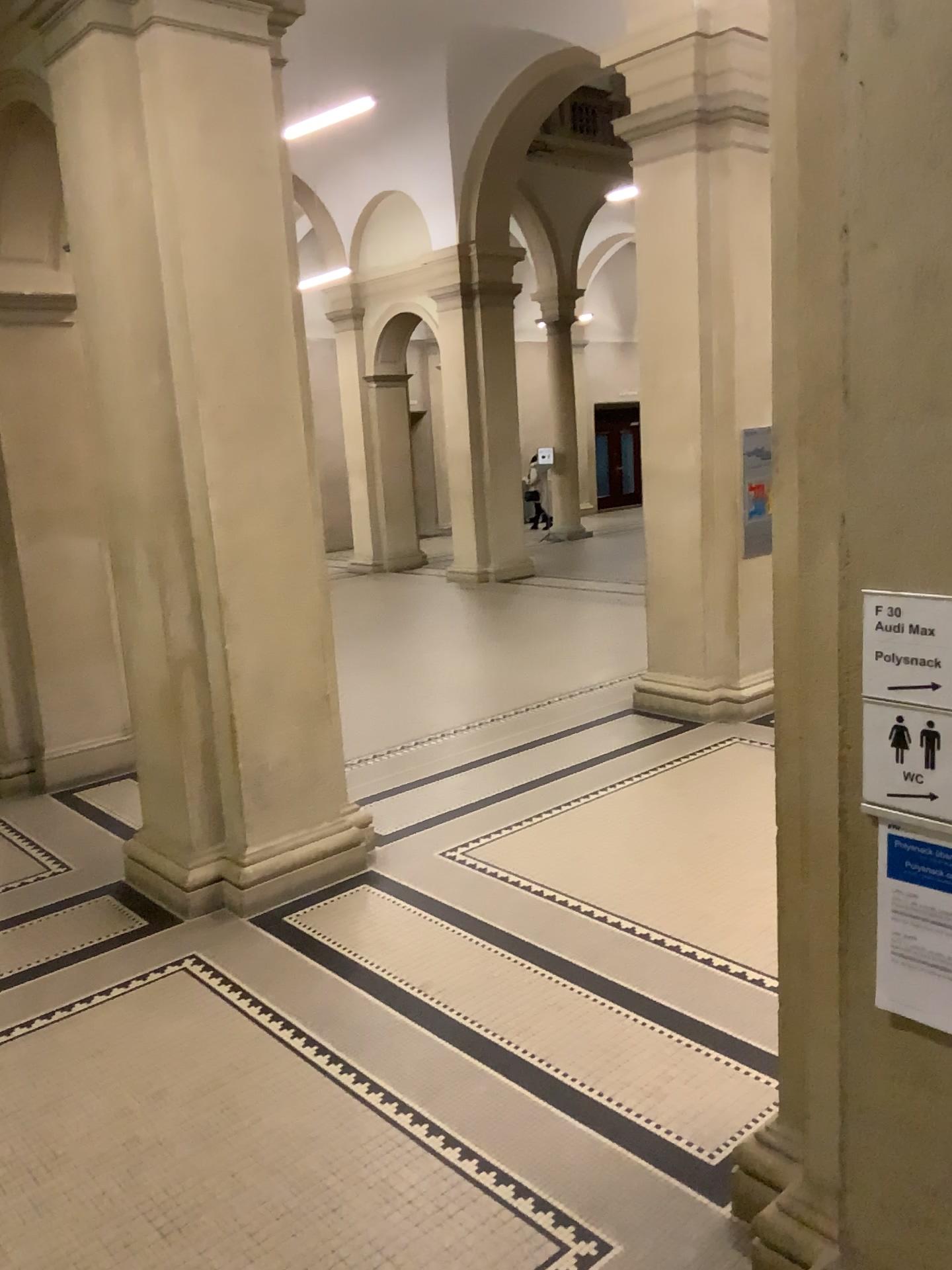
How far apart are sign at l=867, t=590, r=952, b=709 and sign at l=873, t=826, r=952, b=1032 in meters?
0.3 m

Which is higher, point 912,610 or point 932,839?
point 912,610

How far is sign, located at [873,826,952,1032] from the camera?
2.0 meters

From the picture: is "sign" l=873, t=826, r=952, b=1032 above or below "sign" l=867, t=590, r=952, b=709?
below

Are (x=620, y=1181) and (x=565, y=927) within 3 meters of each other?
yes

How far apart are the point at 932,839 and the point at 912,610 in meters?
0.4

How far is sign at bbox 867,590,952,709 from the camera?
1.98m

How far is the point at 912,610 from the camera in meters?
2.0
